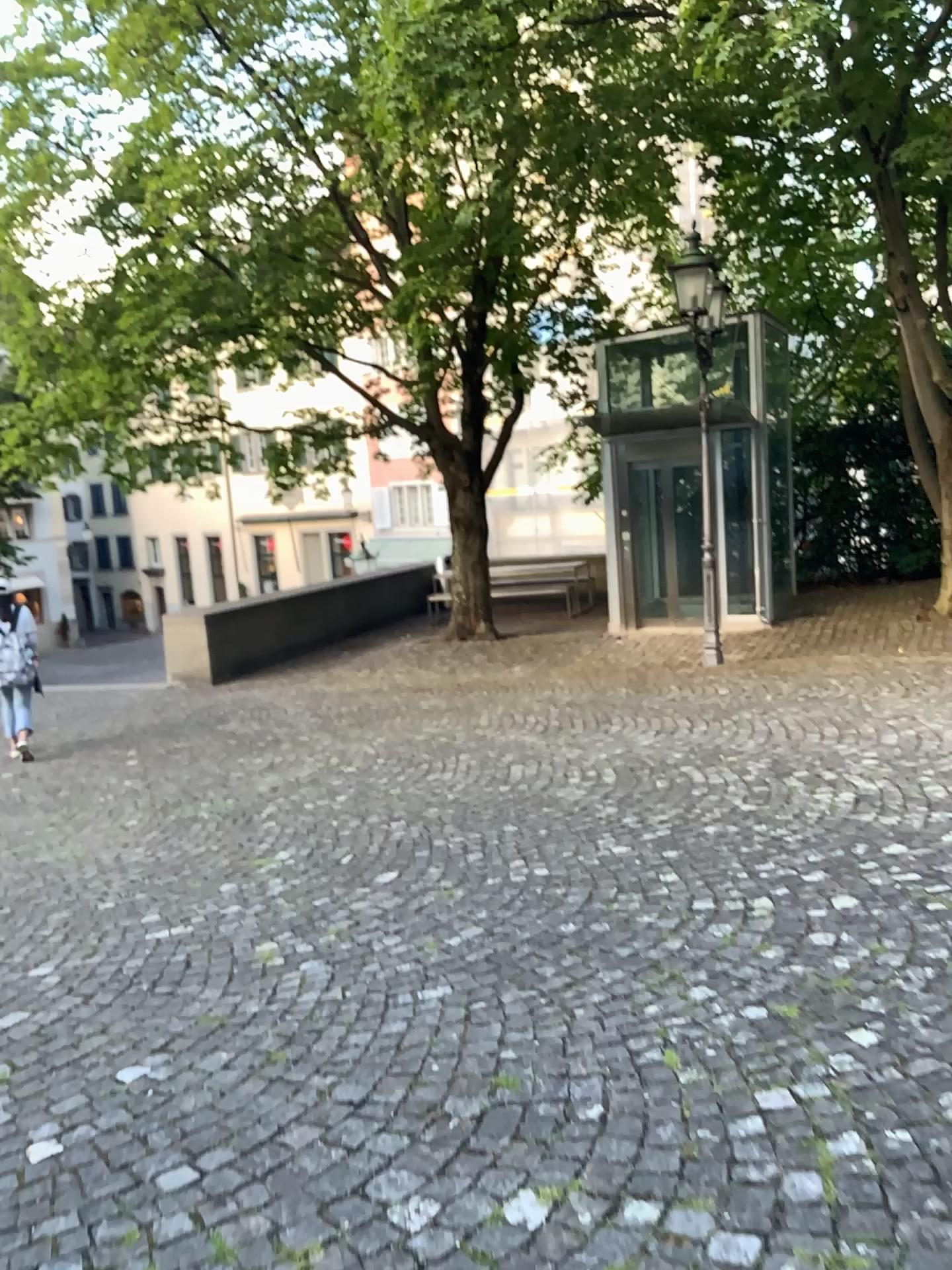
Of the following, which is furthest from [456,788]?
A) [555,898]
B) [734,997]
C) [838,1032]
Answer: [838,1032]
